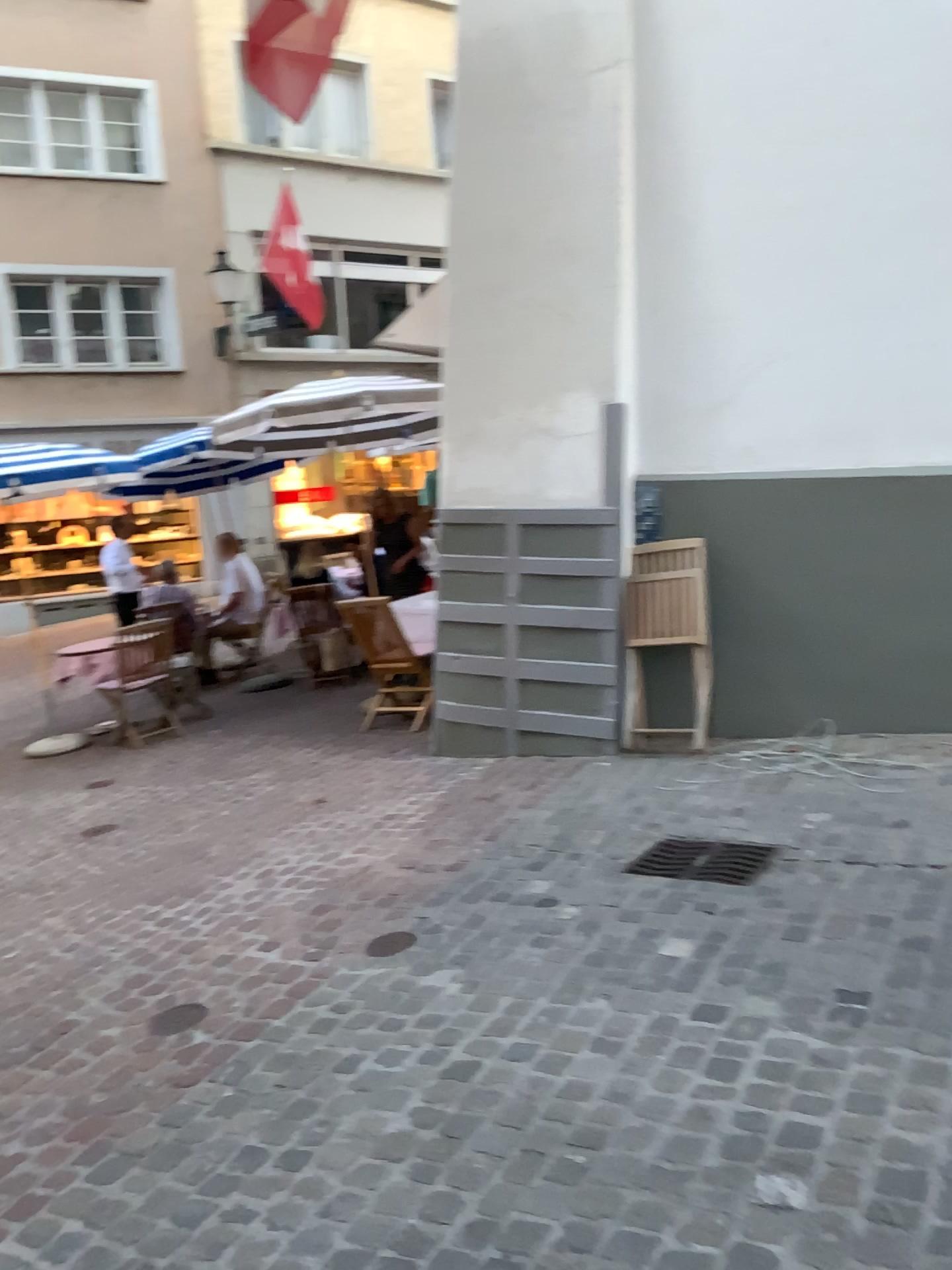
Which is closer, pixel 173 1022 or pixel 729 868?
pixel 173 1022

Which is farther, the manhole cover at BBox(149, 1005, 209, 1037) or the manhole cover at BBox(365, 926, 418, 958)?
the manhole cover at BBox(365, 926, 418, 958)

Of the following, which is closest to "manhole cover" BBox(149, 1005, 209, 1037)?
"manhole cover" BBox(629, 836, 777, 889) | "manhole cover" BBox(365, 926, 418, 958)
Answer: "manhole cover" BBox(365, 926, 418, 958)

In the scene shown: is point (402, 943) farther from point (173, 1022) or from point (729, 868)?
point (729, 868)

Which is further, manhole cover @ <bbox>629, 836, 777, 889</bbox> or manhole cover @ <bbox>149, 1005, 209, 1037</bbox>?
manhole cover @ <bbox>629, 836, 777, 889</bbox>

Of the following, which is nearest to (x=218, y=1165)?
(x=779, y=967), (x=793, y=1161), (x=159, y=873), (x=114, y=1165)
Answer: (x=114, y=1165)

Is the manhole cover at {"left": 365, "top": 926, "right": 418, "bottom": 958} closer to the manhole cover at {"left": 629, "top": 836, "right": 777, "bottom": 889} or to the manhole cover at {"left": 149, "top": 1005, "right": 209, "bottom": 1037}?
the manhole cover at {"left": 149, "top": 1005, "right": 209, "bottom": 1037}

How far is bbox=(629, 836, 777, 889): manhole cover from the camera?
3.7m

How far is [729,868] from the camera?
3.7m
